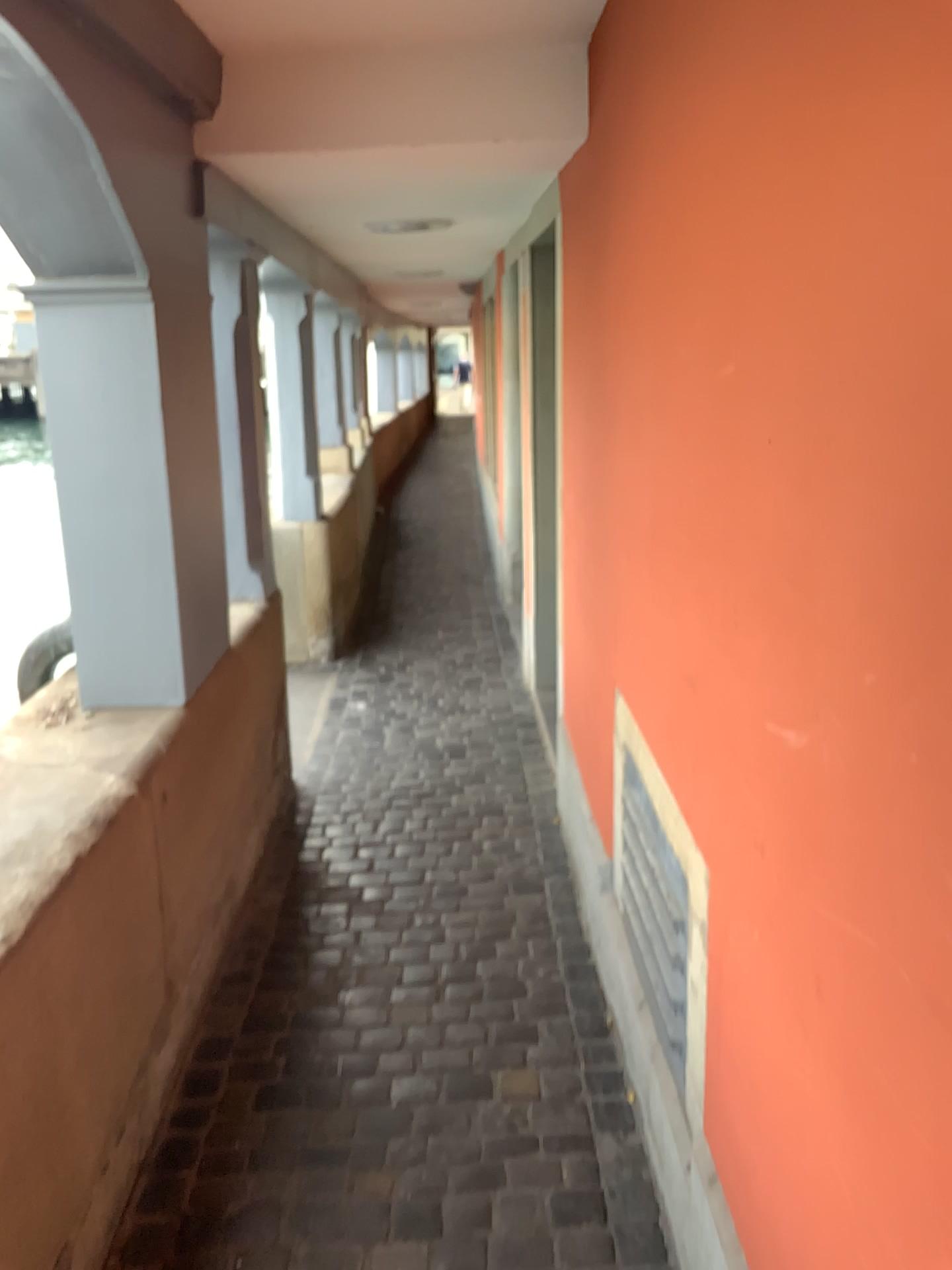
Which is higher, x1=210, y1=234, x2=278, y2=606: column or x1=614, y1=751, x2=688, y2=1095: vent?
x1=210, y1=234, x2=278, y2=606: column

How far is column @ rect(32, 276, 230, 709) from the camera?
2.3m

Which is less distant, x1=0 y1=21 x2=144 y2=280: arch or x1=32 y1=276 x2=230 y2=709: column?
x1=0 y1=21 x2=144 y2=280: arch

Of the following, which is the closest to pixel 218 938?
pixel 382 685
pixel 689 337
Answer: pixel 689 337

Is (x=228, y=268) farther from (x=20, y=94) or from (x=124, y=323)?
(x=20, y=94)

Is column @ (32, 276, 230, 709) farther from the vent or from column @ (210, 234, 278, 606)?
the vent

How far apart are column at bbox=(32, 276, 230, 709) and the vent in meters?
1.1 m

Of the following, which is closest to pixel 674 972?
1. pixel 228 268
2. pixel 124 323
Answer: pixel 124 323

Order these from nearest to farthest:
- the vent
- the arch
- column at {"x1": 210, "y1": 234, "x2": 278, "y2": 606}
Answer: the arch → the vent → column at {"x1": 210, "y1": 234, "x2": 278, "y2": 606}

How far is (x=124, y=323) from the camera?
2.3 meters
